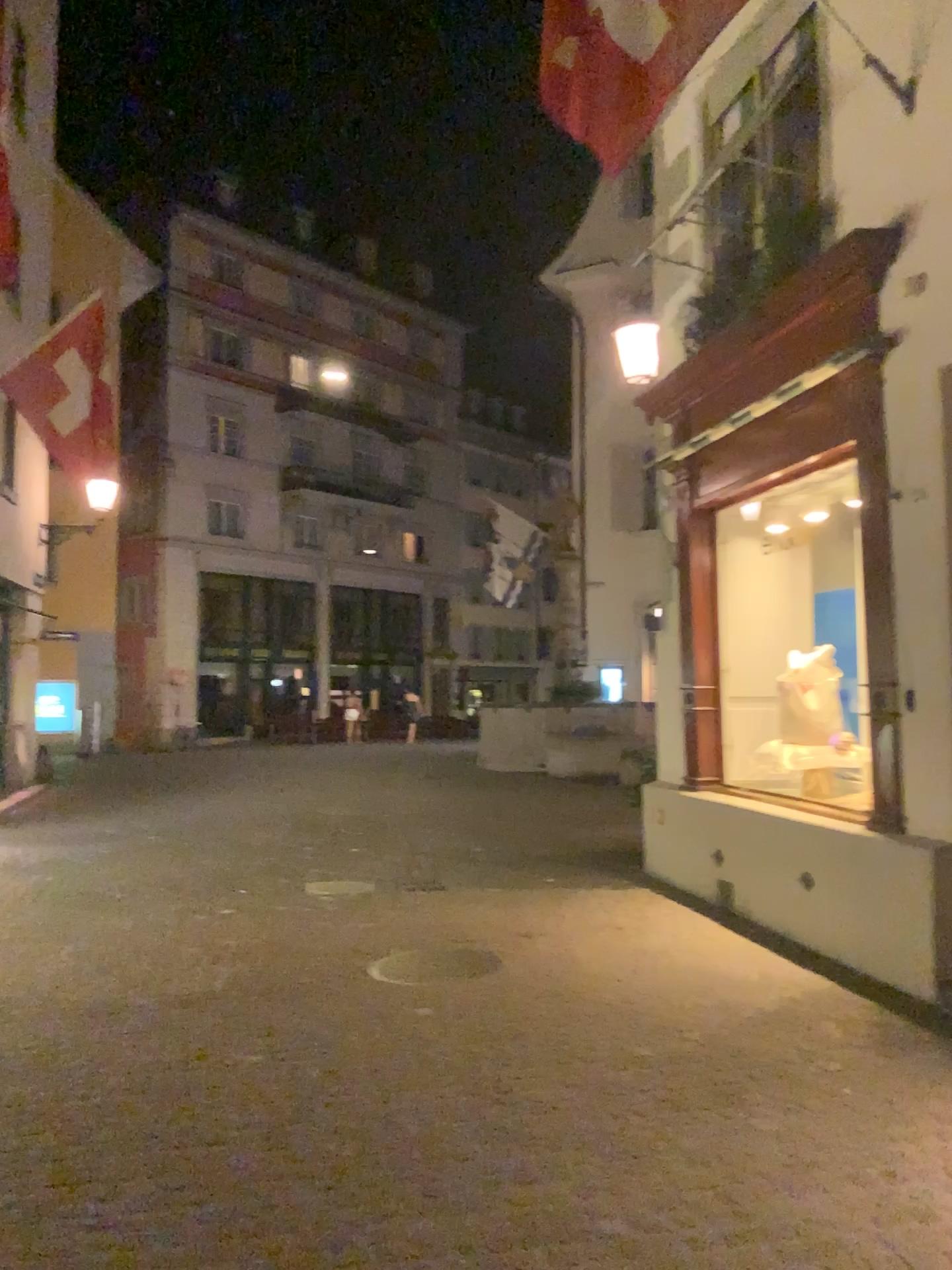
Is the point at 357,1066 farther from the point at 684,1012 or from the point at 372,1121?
the point at 684,1012
